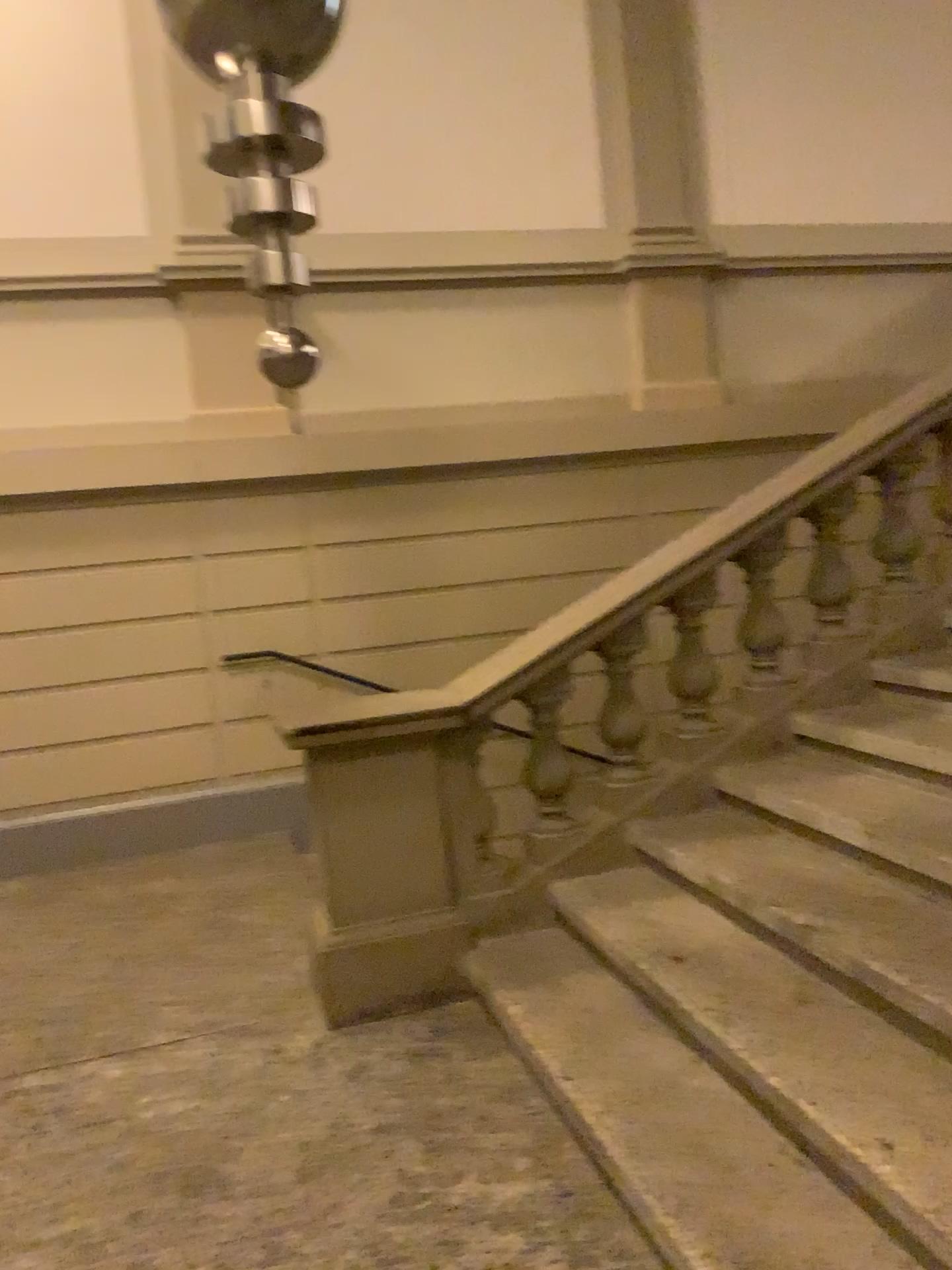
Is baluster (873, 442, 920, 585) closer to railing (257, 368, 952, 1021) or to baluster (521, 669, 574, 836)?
railing (257, 368, 952, 1021)

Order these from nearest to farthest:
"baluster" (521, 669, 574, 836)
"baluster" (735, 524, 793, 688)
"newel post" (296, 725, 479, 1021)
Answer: "newel post" (296, 725, 479, 1021), "baluster" (521, 669, 574, 836), "baluster" (735, 524, 793, 688)

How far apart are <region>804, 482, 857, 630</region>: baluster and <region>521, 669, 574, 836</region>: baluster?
1.07m

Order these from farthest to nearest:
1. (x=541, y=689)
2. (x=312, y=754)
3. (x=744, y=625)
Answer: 1. (x=744, y=625)
2. (x=541, y=689)
3. (x=312, y=754)

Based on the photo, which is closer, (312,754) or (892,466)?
(312,754)

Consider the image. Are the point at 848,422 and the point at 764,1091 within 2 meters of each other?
no

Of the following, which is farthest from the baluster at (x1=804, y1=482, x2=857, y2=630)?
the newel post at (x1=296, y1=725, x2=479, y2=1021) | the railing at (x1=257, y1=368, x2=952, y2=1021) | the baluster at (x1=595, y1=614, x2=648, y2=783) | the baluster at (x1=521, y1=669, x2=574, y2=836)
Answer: the newel post at (x1=296, y1=725, x2=479, y2=1021)

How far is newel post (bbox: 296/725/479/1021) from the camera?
3.3m

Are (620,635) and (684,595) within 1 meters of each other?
yes

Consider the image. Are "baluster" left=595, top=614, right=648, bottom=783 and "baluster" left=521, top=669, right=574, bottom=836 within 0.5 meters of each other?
yes
